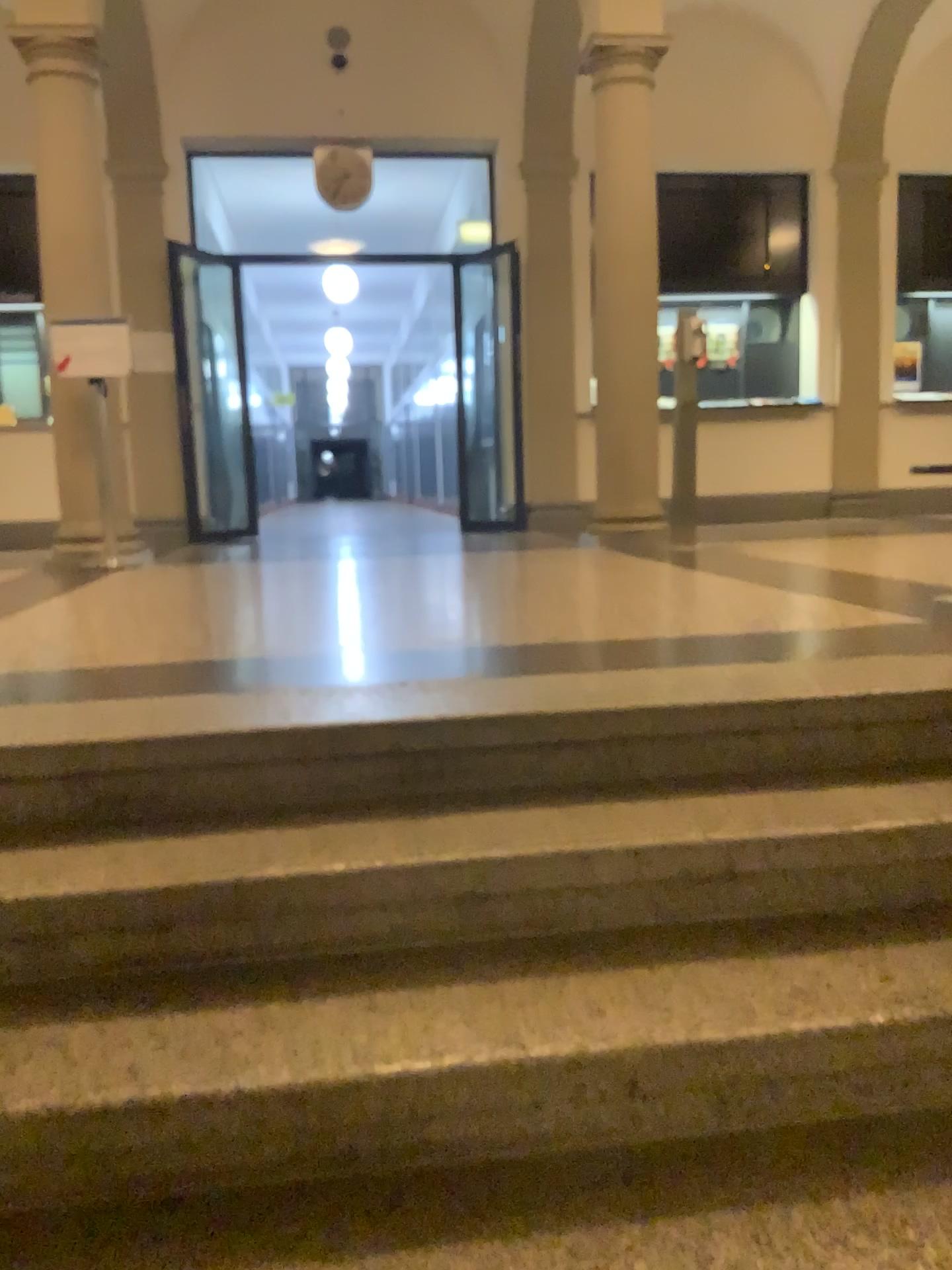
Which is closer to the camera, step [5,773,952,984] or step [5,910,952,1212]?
step [5,910,952,1212]

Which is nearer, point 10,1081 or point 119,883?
point 10,1081

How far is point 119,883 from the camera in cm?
163

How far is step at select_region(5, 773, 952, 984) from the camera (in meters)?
1.63

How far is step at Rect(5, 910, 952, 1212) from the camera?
1.33m

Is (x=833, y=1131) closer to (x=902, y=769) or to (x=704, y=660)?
(x=902, y=769)

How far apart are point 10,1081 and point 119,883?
0.3 meters
